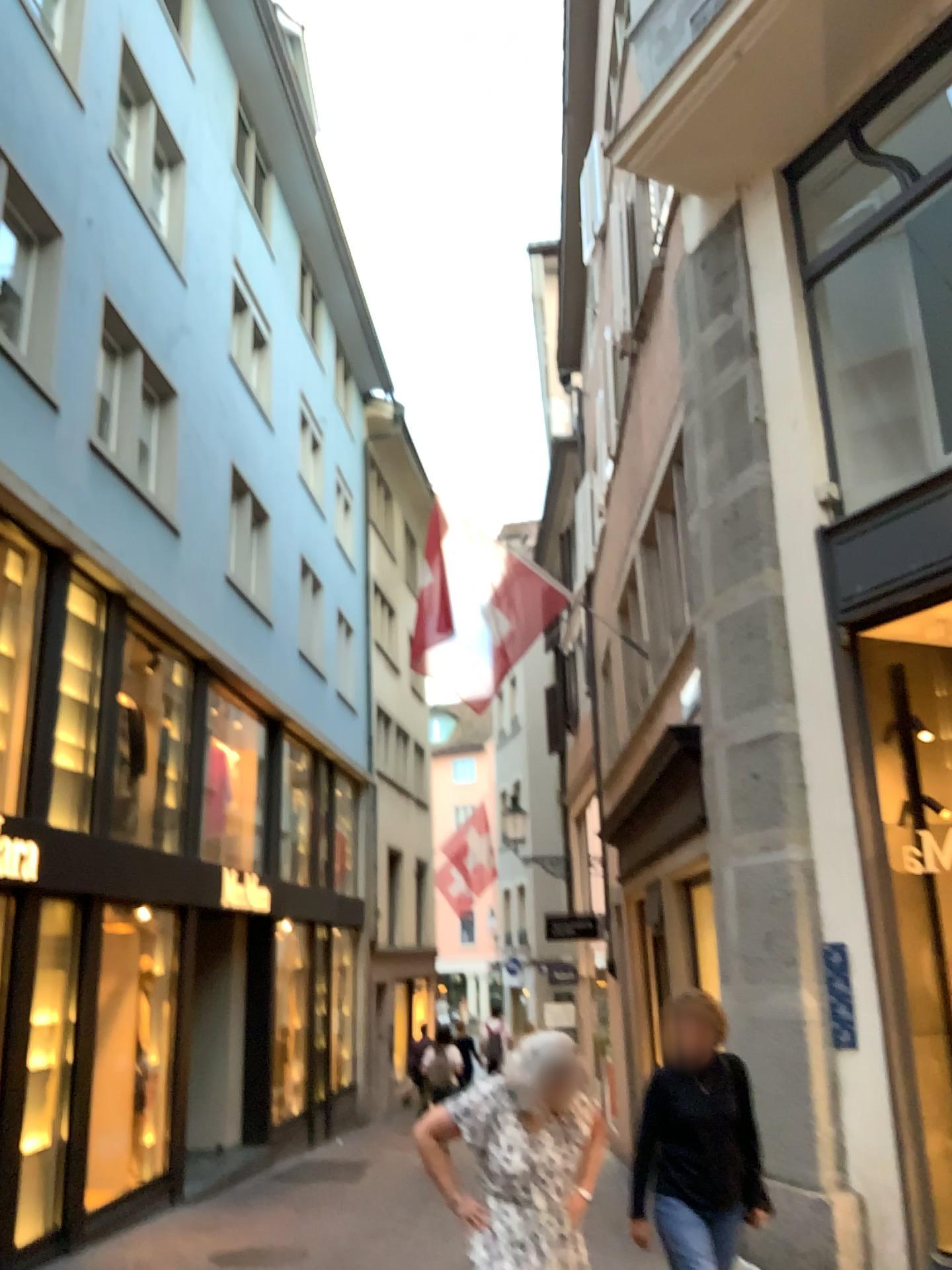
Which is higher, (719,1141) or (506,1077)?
(506,1077)
